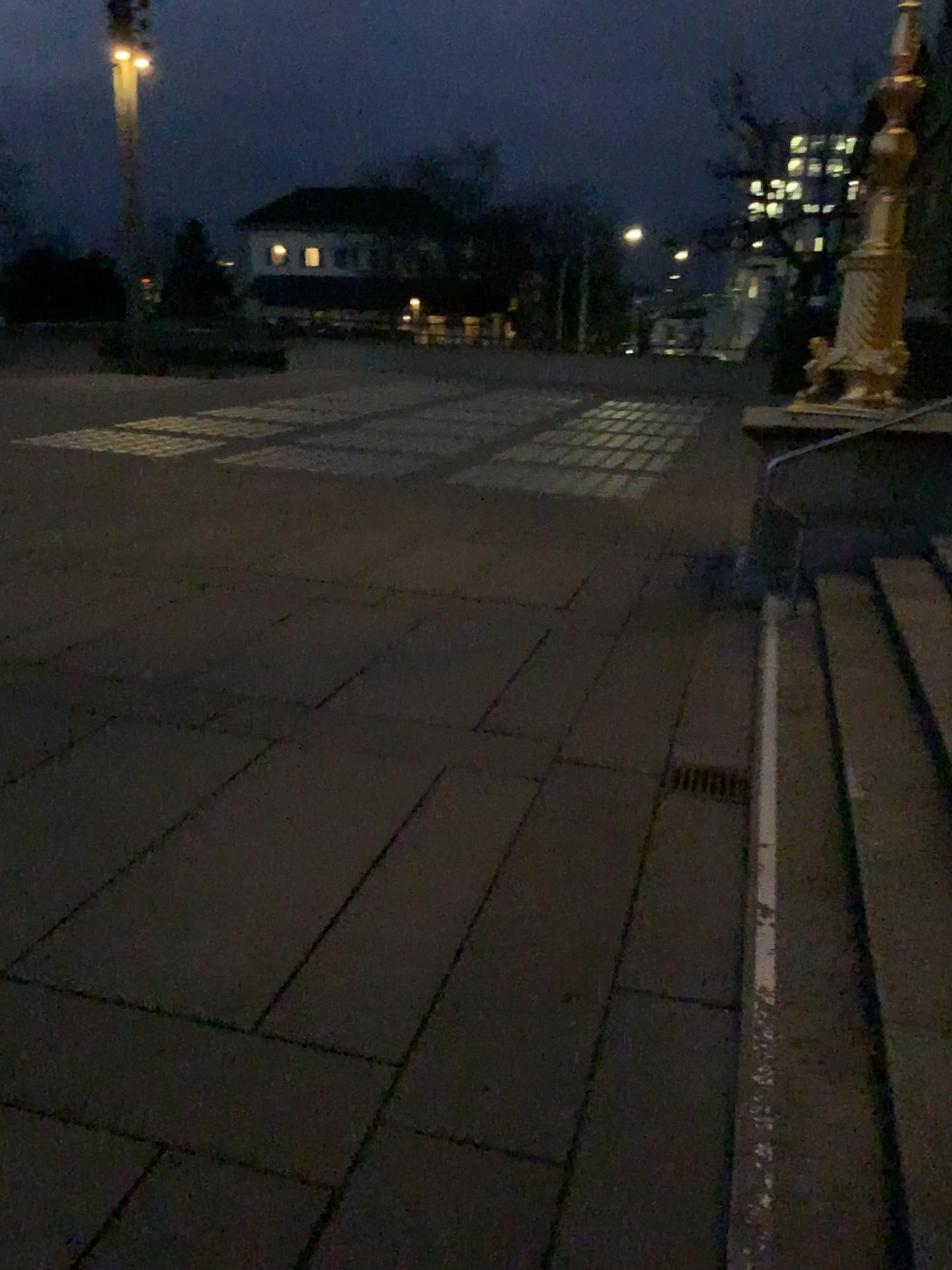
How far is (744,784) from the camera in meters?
4.1

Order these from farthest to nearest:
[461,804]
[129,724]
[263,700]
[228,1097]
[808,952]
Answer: [263,700] < [129,724] < [461,804] < [808,952] < [228,1097]

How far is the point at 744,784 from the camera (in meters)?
4.08

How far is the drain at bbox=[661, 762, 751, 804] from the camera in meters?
4.1 m

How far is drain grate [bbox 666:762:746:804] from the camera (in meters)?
4.08
